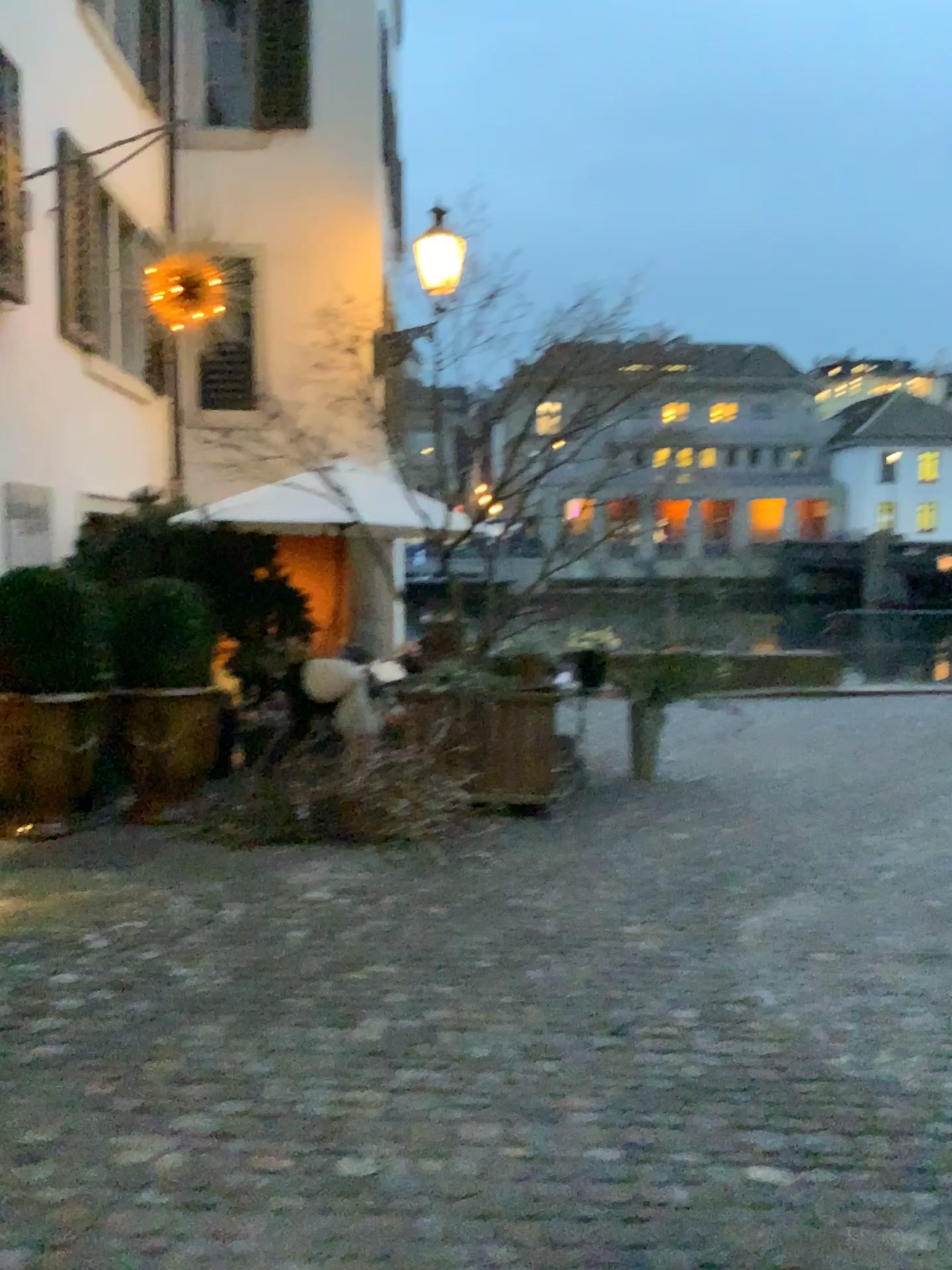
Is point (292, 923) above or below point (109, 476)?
Answer: below
